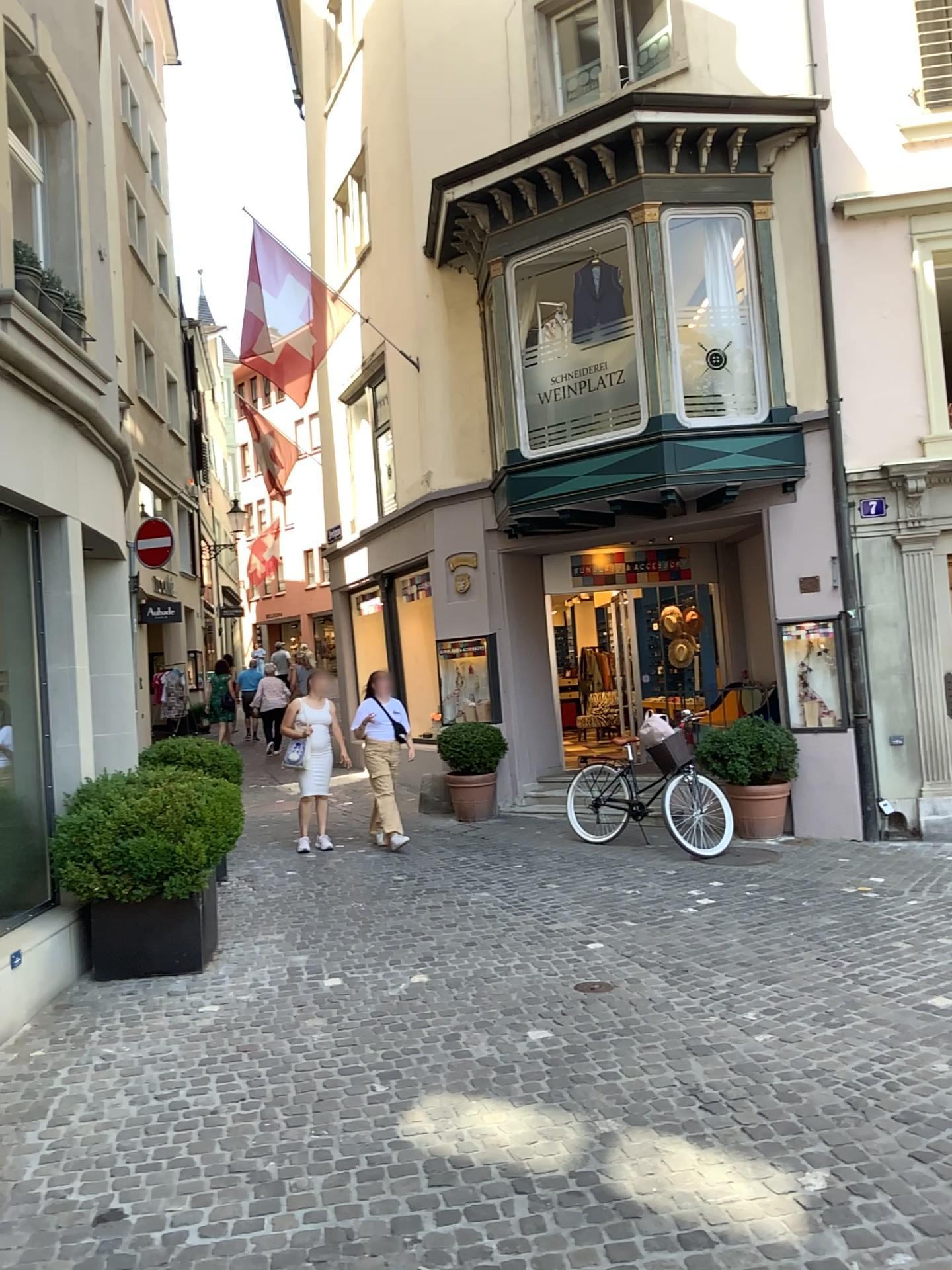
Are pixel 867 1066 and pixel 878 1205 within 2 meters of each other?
yes
